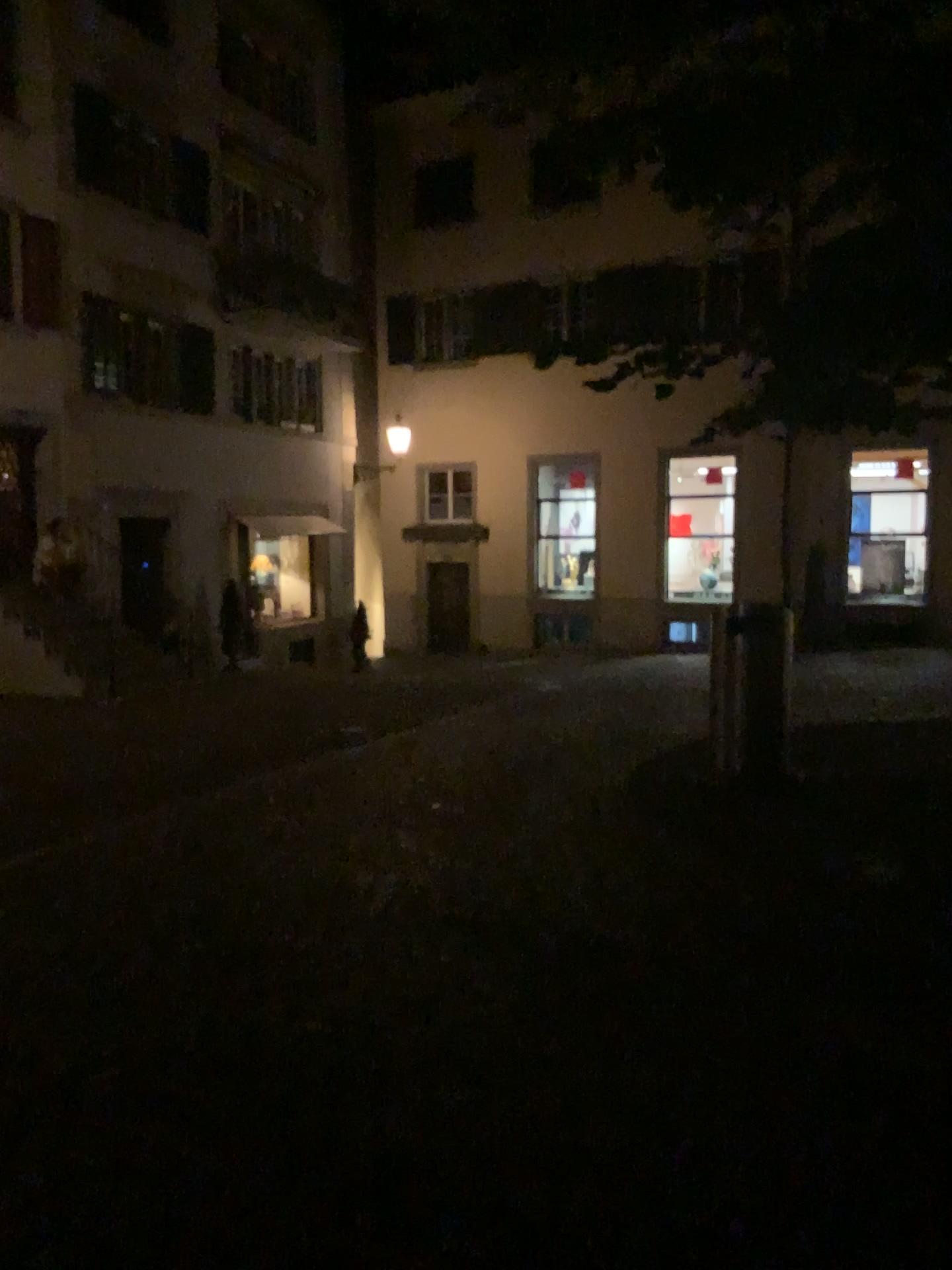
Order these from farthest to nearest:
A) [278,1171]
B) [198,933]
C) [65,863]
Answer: [65,863], [198,933], [278,1171]
